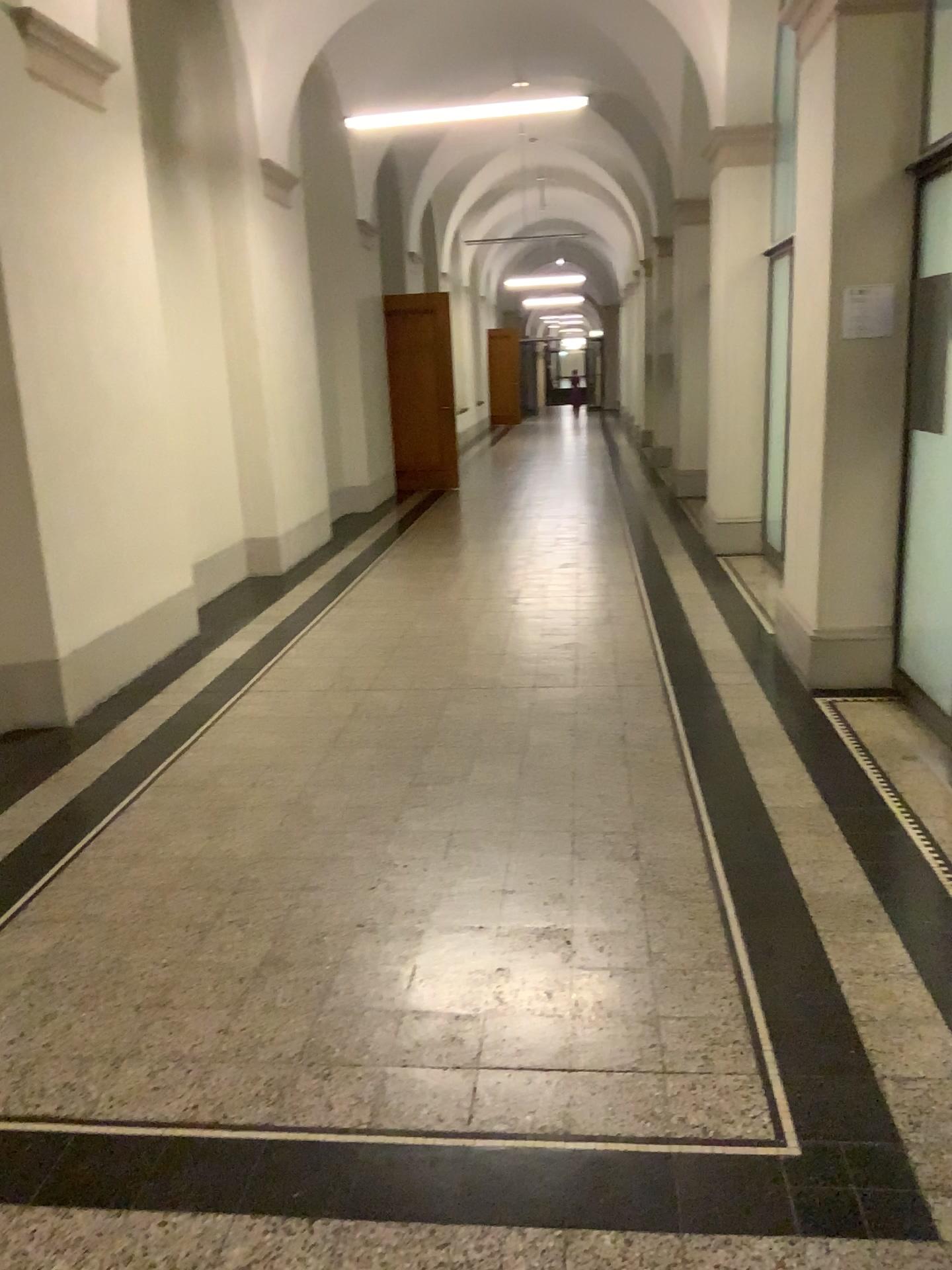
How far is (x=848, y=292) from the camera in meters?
4.4

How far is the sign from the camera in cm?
444

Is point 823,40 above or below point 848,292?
above

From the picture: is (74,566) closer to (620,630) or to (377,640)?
(377,640)
